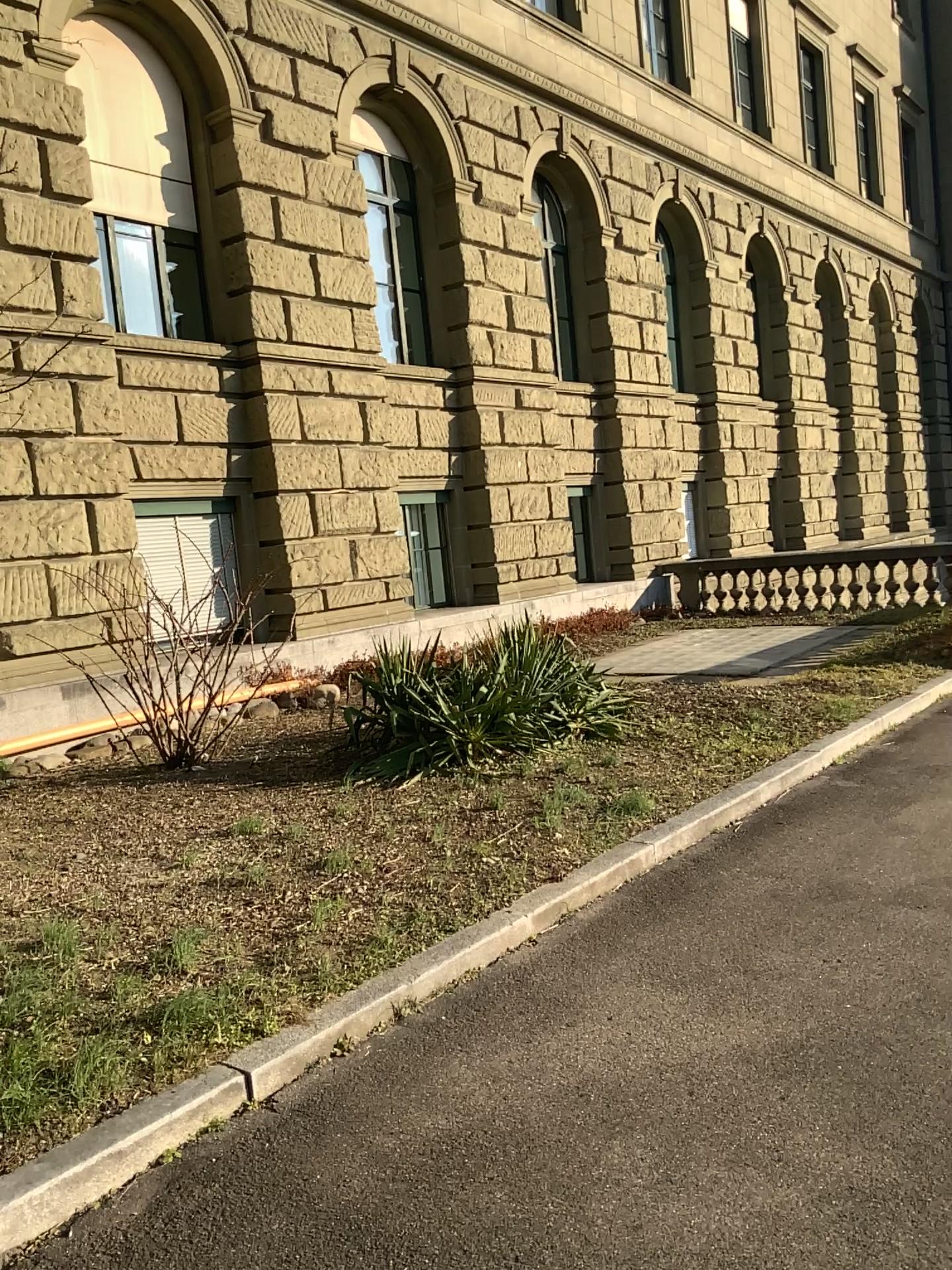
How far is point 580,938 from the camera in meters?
4.1 m
